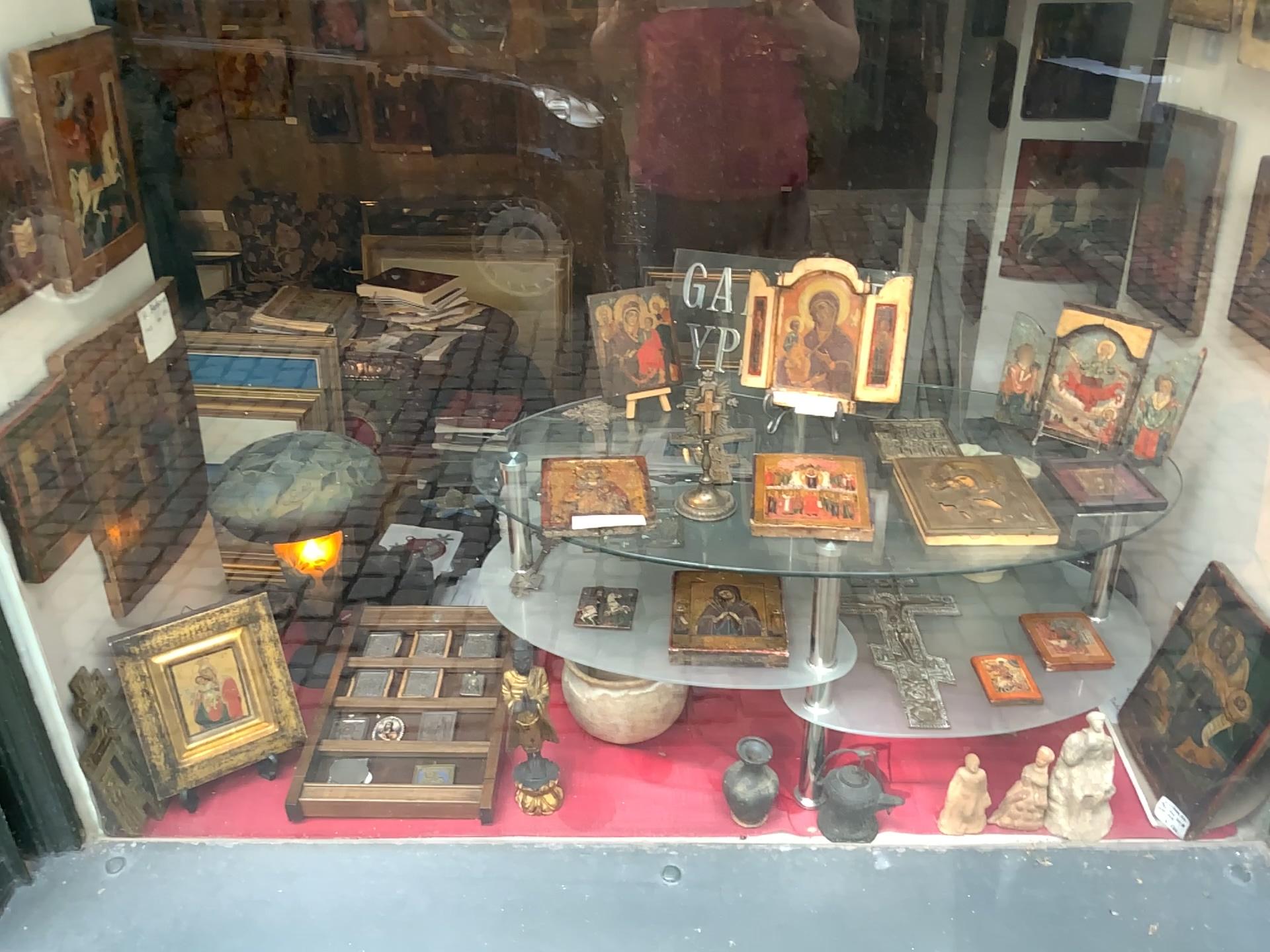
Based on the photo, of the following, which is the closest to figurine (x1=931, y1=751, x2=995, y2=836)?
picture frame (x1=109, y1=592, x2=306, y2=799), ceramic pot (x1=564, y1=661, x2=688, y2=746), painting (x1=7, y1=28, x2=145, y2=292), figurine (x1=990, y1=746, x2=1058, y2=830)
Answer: figurine (x1=990, y1=746, x2=1058, y2=830)

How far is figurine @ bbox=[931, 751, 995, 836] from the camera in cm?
133

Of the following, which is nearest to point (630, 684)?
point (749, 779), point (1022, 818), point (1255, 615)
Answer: point (749, 779)

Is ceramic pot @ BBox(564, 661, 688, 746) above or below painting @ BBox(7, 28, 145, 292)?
below

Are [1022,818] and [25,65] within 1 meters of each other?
no

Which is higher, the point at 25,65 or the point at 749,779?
the point at 25,65

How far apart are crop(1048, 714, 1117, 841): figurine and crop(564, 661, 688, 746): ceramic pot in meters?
0.5 m

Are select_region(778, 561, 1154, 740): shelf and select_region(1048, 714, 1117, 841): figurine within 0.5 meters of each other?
yes

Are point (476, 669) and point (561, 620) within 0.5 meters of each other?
yes

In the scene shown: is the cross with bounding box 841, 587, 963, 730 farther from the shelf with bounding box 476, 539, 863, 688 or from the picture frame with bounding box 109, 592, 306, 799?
the picture frame with bounding box 109, 592, 306, 799
